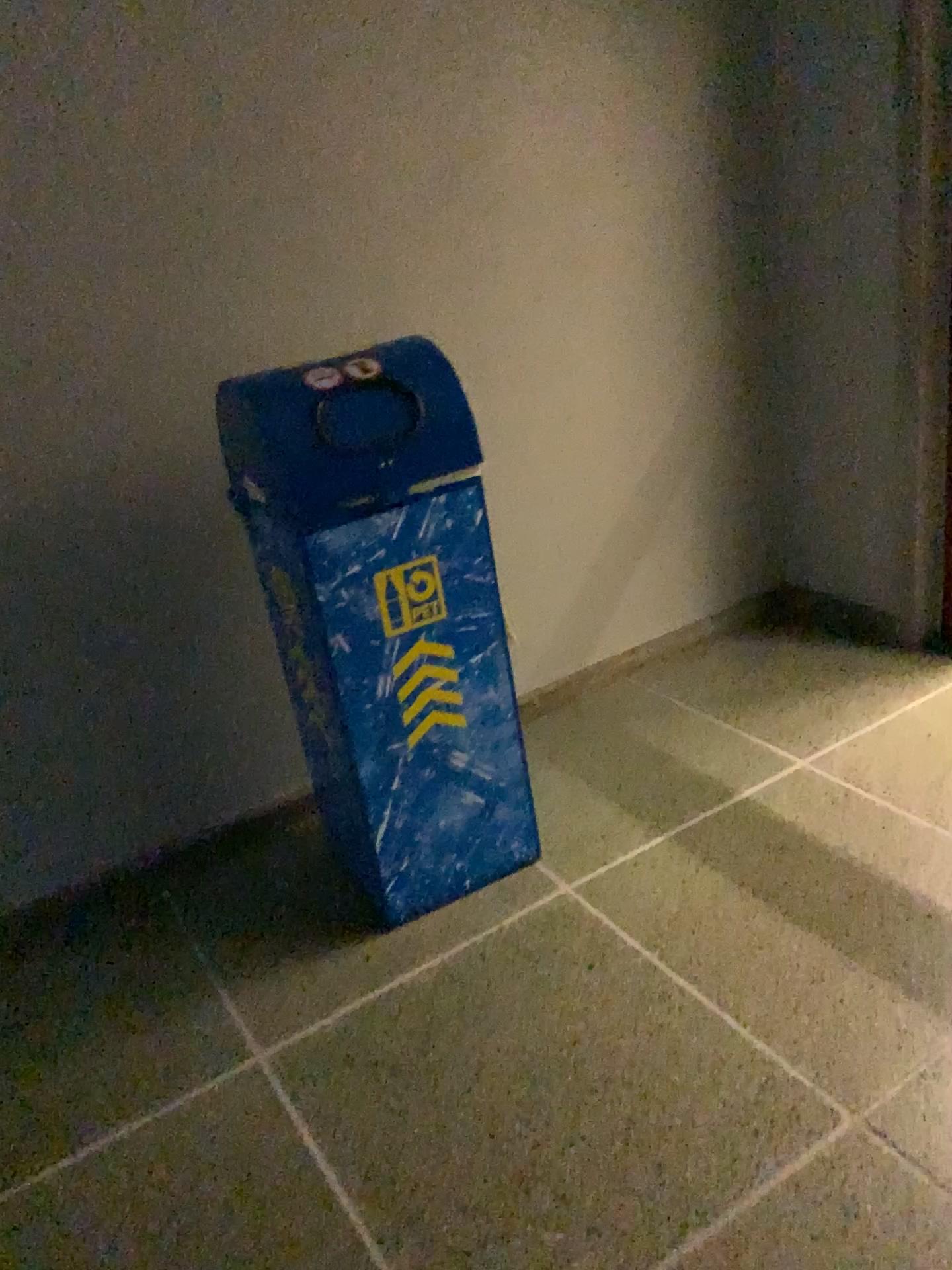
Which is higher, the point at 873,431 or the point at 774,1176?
the point at 873,431

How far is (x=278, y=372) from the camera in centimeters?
180cm

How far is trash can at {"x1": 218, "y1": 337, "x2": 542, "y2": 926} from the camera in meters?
1.8
